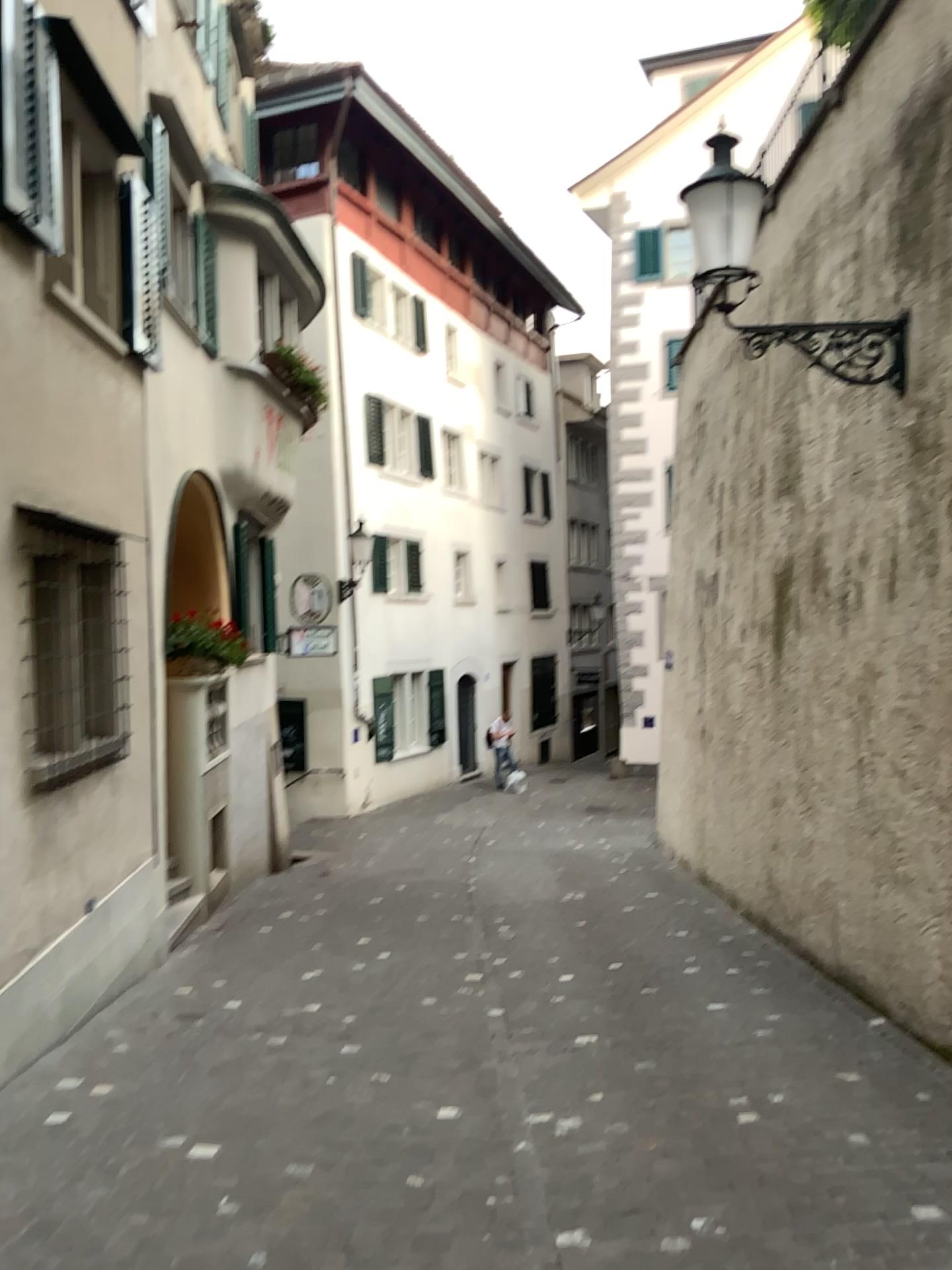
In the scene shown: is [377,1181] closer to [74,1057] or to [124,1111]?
[124,1111]
